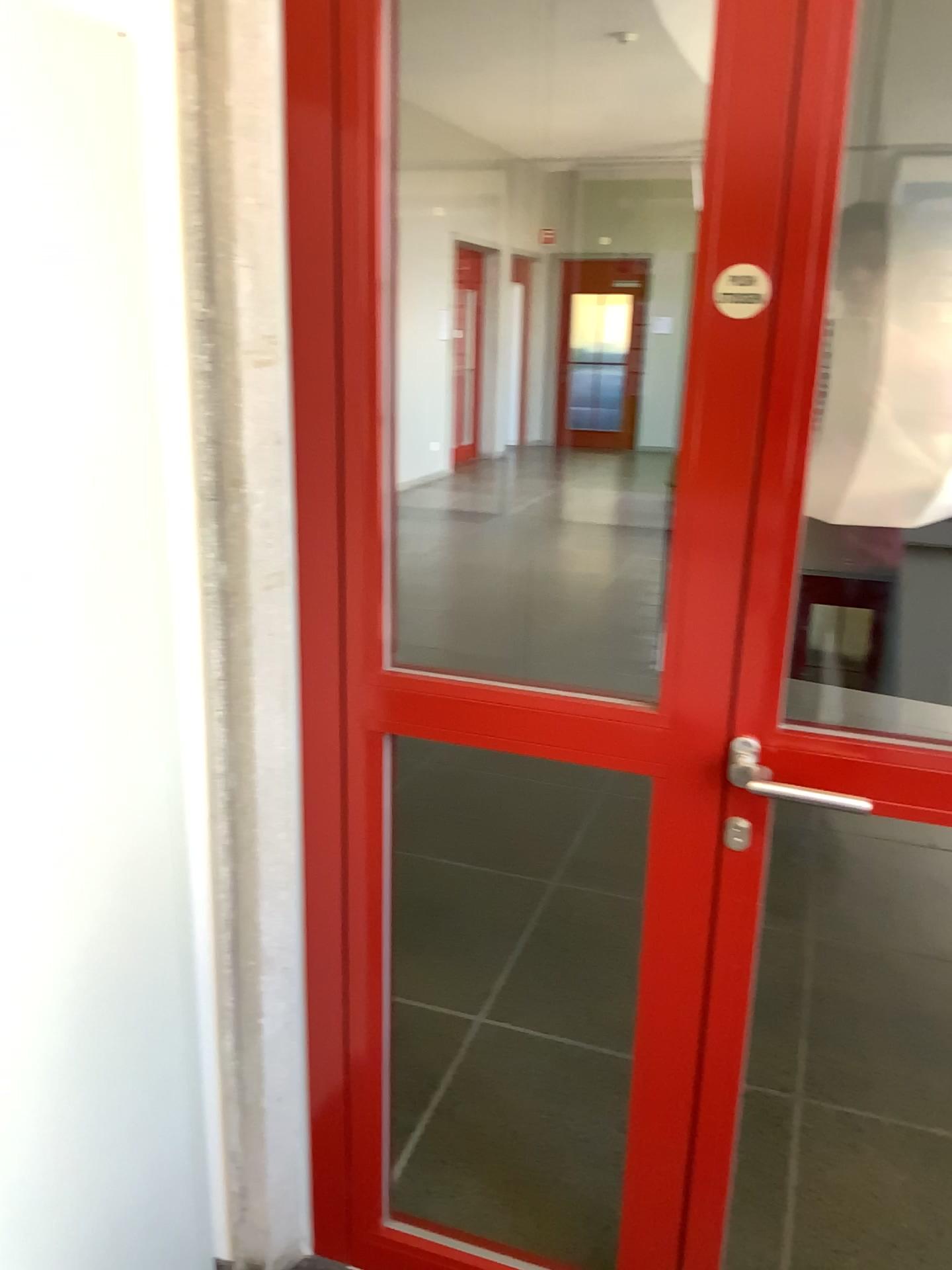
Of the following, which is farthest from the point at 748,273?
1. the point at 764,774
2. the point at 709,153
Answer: the point at 764,774

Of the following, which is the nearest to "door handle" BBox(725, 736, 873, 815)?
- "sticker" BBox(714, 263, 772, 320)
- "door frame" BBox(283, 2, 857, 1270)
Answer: "door frame" BBox(283, 2, 857, 1270)

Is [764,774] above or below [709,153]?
below

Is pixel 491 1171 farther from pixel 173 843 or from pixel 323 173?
pixel 323 173

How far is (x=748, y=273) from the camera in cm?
120

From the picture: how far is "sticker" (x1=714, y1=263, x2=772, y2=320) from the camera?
1.2 meters

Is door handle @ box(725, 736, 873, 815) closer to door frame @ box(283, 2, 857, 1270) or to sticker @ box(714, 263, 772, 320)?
door frame @ box(283, 2, 857, 1270)

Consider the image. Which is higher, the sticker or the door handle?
the sticker
